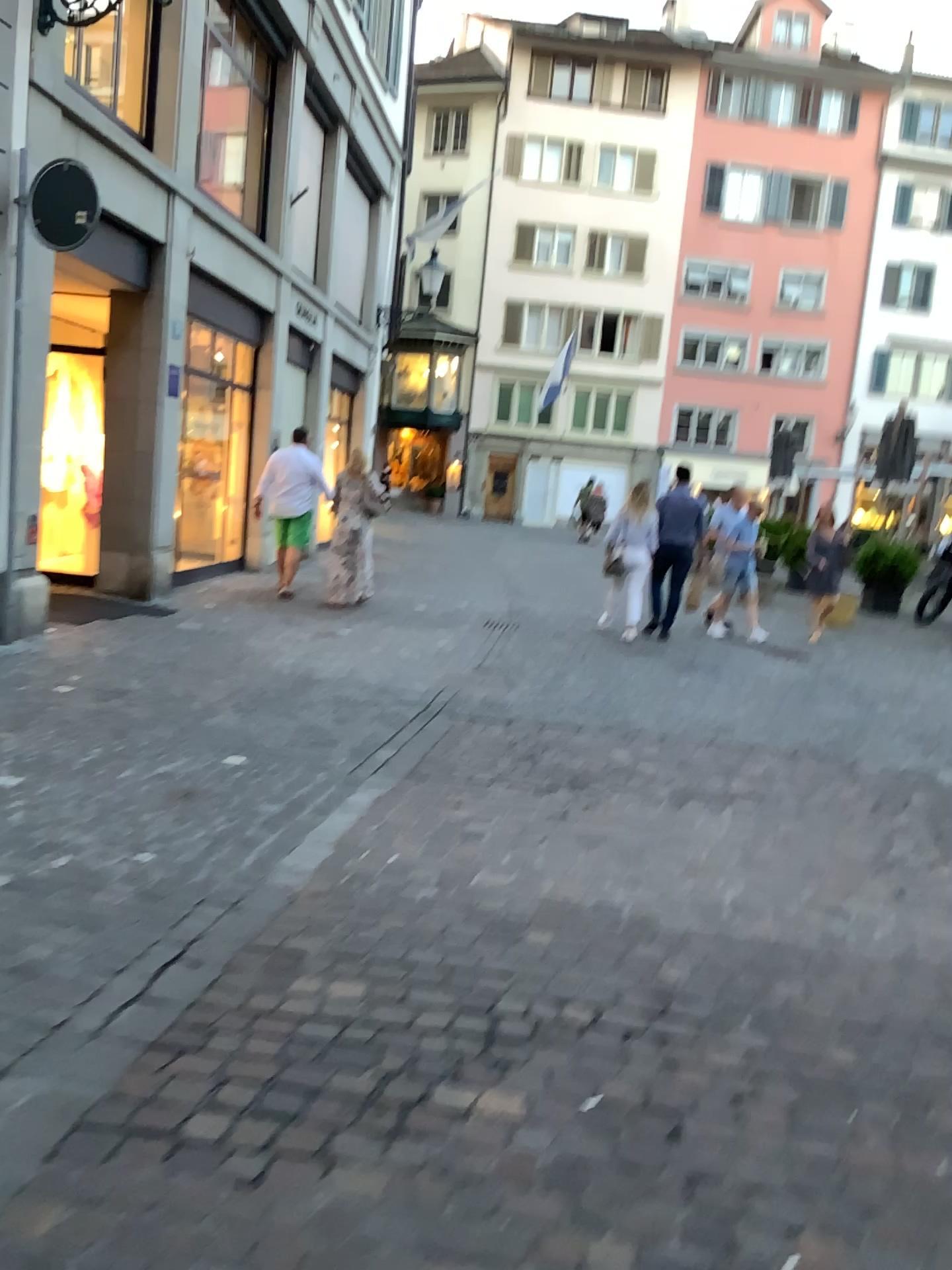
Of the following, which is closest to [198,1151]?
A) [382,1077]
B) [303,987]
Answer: [382,1077]
